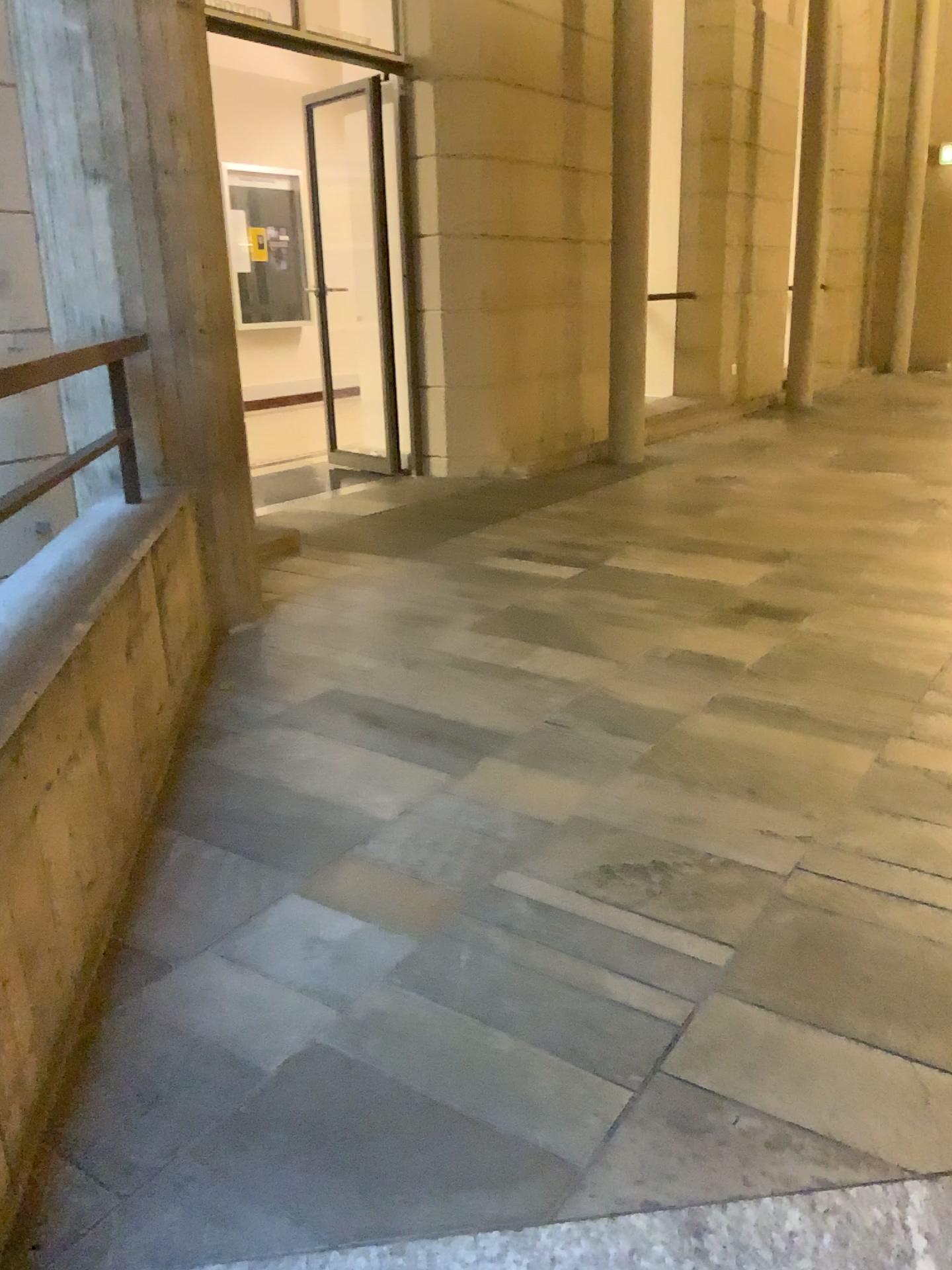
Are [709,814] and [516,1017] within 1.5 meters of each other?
yes
